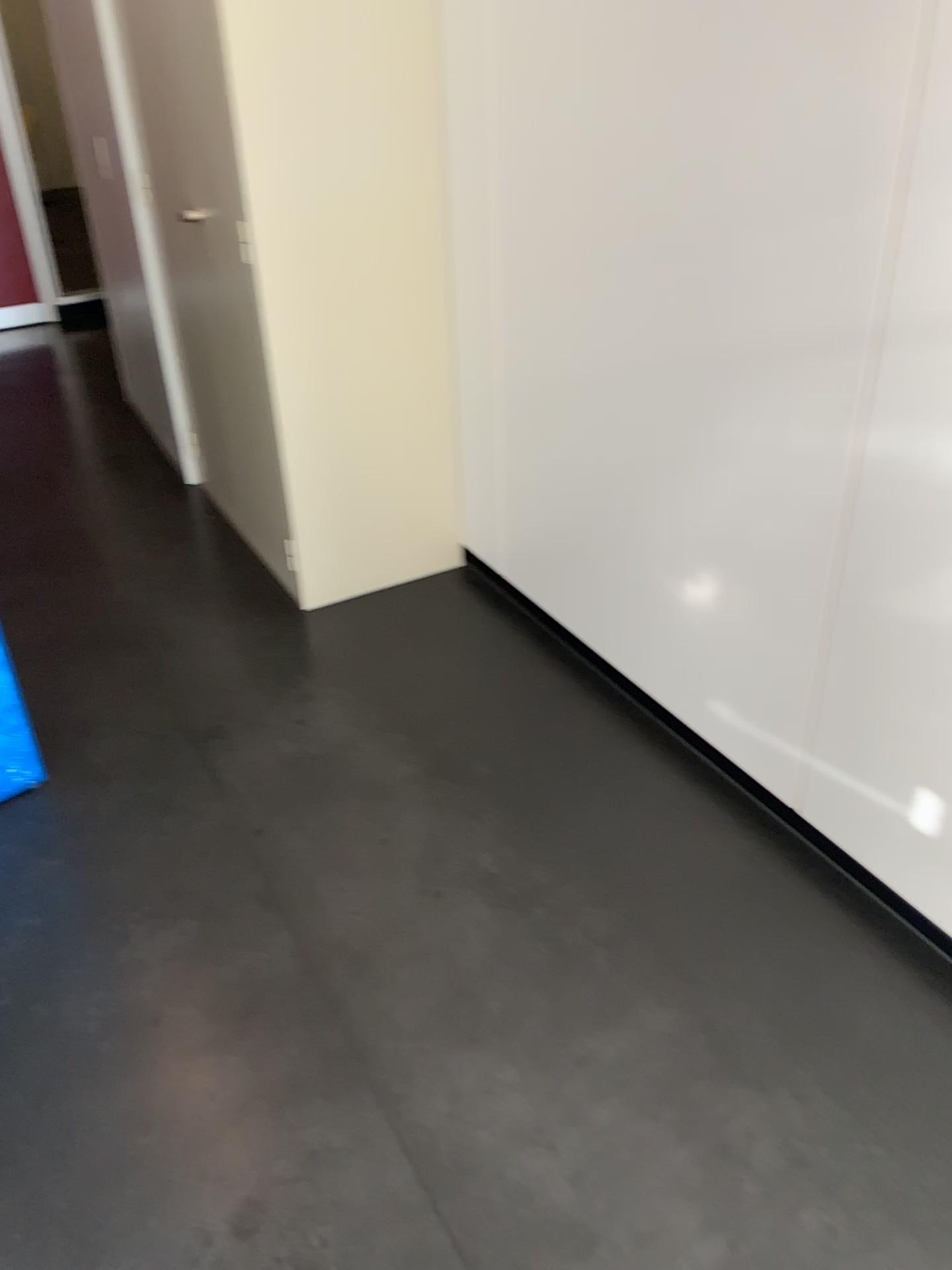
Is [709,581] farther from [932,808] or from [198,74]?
[198,74]

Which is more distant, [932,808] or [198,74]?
[198,74]

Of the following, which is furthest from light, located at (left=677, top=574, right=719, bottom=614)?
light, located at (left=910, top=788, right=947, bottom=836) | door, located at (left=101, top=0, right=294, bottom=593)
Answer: door, located at (left=101, top=0, right=294, bottom=593)

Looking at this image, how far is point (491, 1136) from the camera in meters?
1.5 m

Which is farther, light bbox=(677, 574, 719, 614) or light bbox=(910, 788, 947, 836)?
light bbox=(677, 574, 719, 614)

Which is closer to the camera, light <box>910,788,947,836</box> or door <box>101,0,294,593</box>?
light <box>910,788,947,836</box>

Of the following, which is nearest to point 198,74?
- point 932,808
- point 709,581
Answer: point 709,581

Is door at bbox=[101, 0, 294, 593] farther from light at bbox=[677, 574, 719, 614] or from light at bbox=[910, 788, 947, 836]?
light at bbox=[910, 788, 947, 836]
